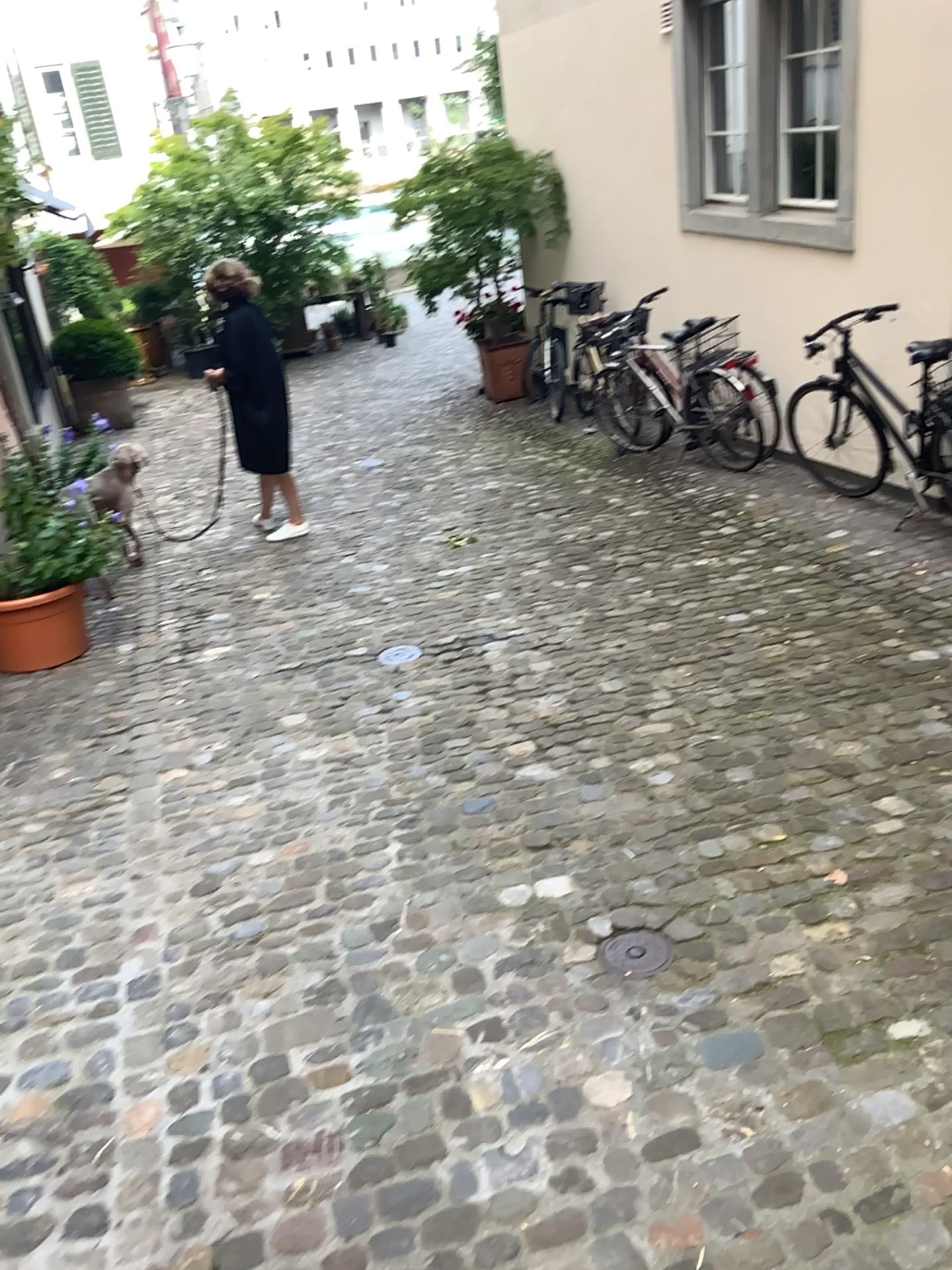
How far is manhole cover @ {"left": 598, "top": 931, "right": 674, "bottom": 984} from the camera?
2.6 meters

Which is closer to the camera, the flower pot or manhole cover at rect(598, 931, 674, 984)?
manhole cover at rect(598, 931, 674, 984)

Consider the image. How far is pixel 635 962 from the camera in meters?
2.6

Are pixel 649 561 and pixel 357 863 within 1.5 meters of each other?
no

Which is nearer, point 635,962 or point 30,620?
point 635,962
